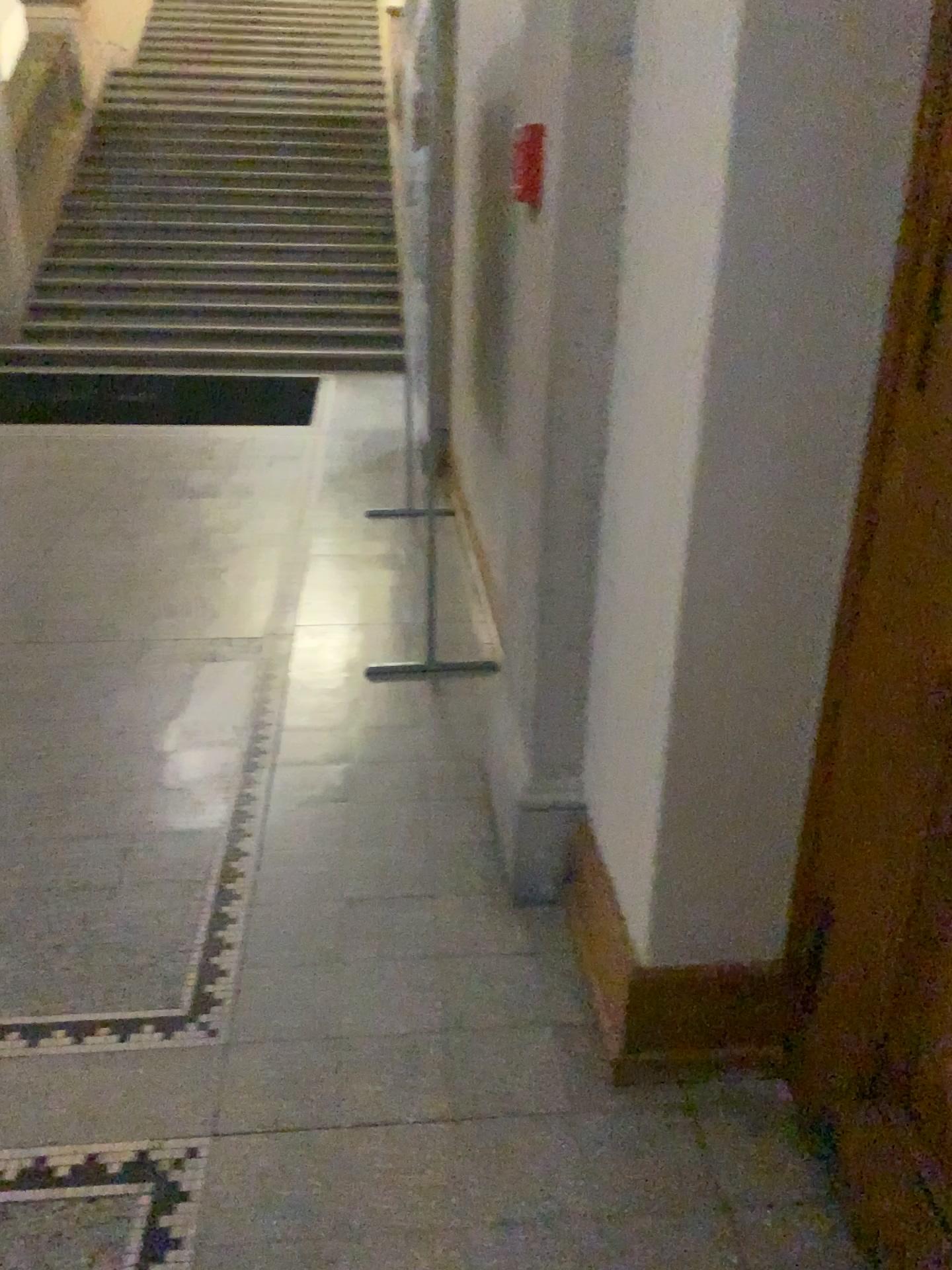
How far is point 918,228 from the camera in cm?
130

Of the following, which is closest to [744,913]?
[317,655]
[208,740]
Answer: [208,740]

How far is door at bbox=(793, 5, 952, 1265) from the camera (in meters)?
1.30
